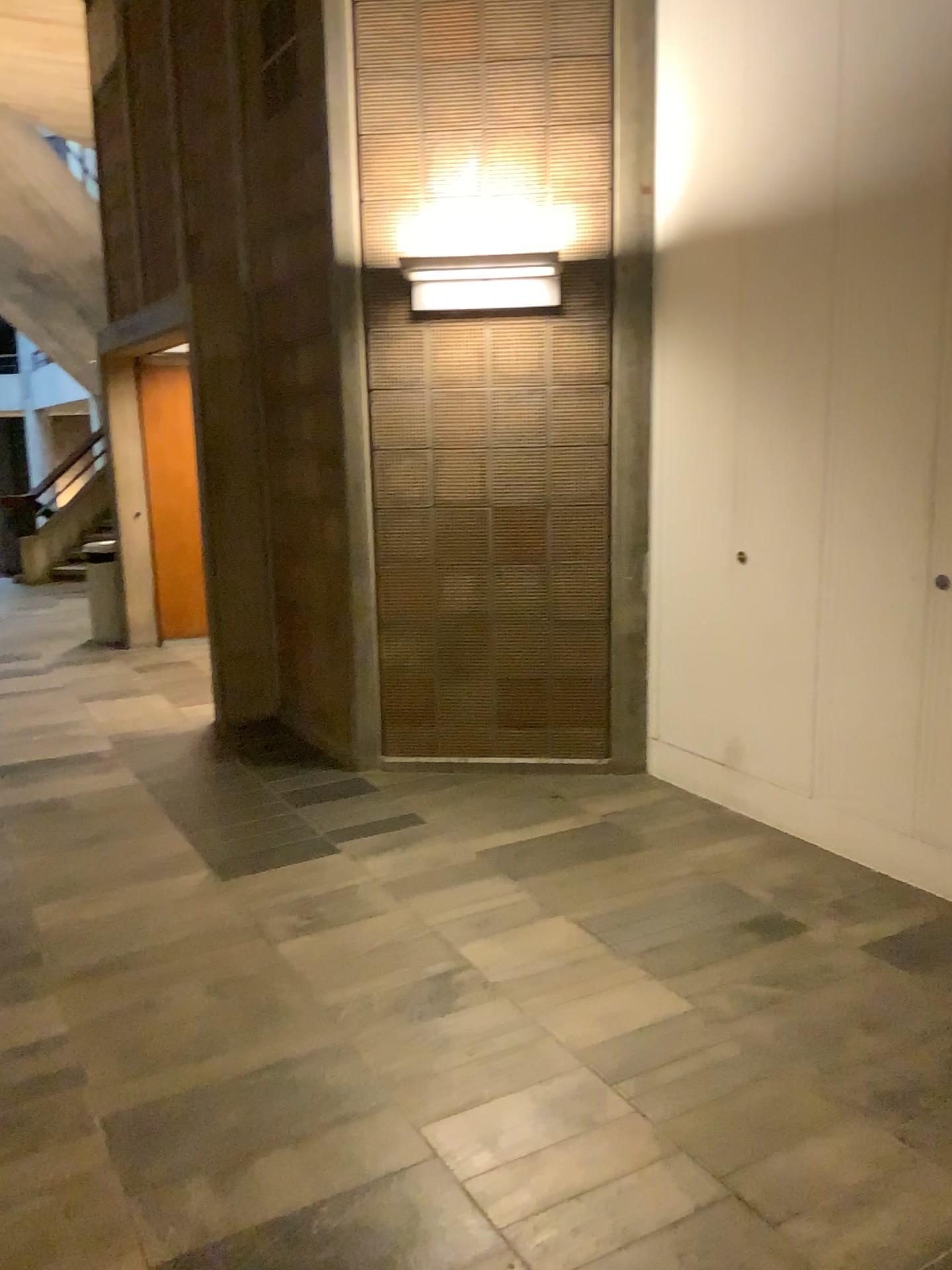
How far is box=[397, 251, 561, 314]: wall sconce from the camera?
4.3 meters

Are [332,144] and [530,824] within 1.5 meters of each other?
no

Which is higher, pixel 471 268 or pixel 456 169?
pixel 456 169

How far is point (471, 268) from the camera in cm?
431
